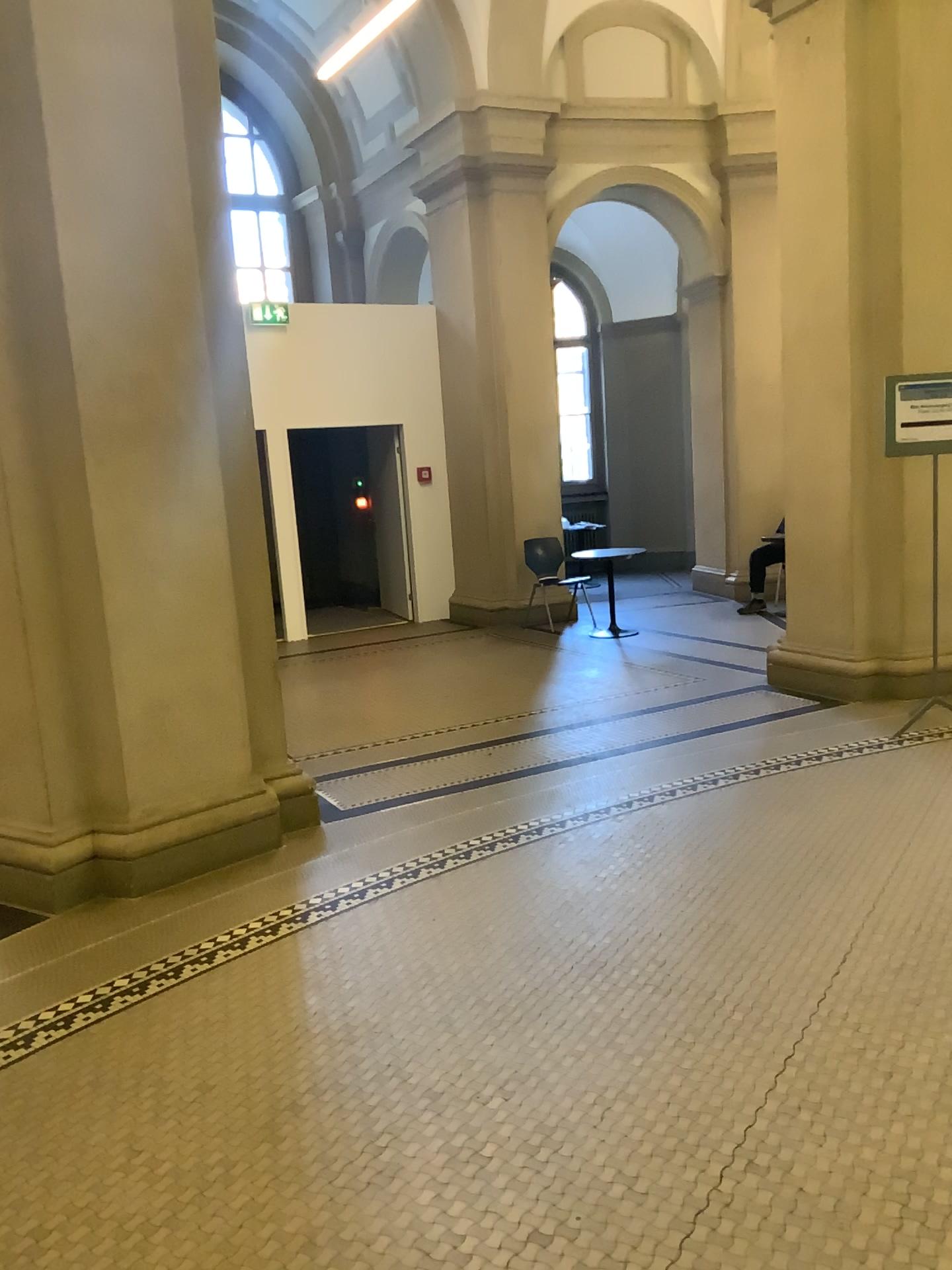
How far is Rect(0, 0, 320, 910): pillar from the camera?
3.8m

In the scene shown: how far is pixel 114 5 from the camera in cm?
381

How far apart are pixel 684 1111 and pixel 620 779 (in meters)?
2.51
